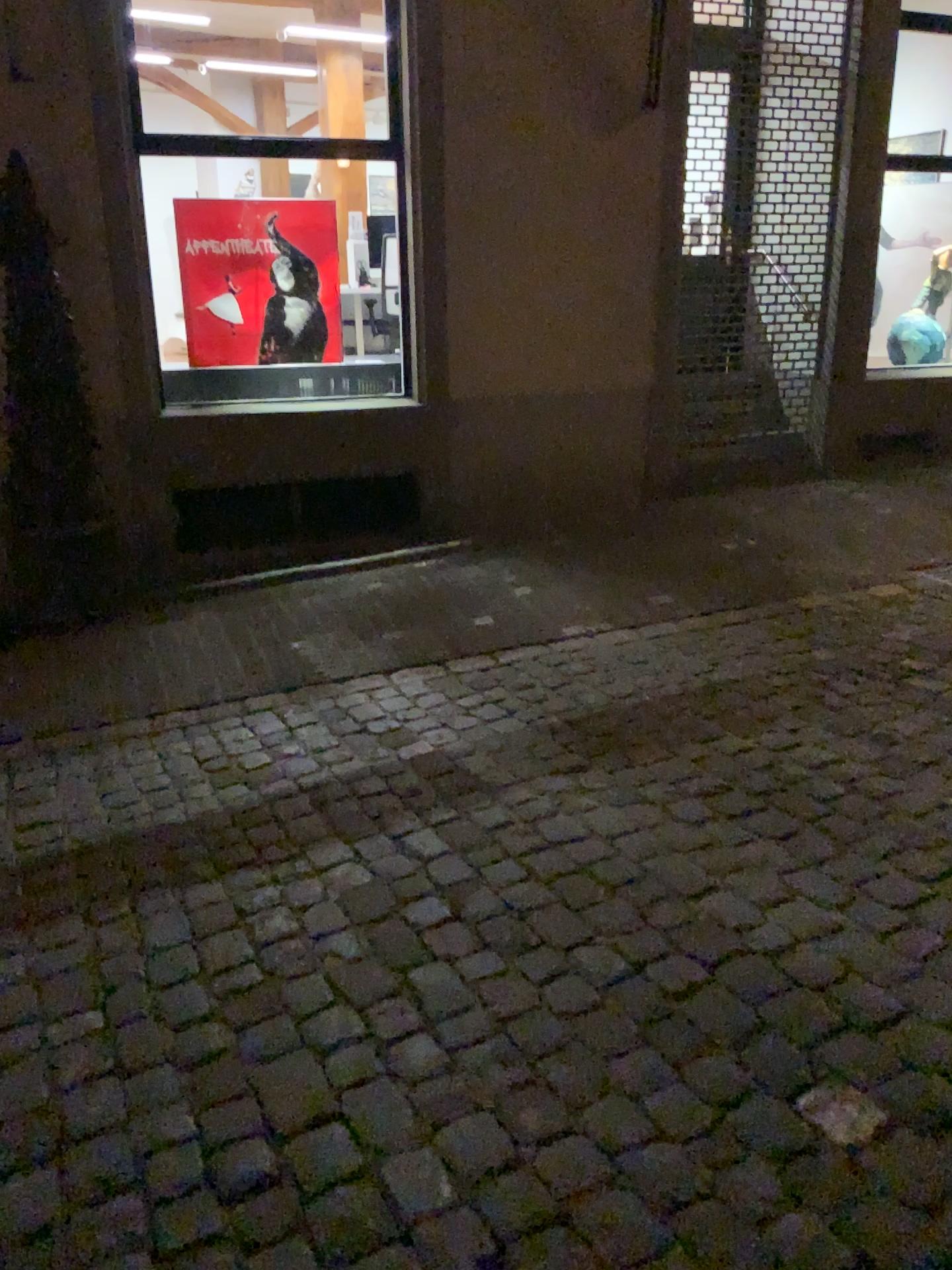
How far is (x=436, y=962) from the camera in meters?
2.4
